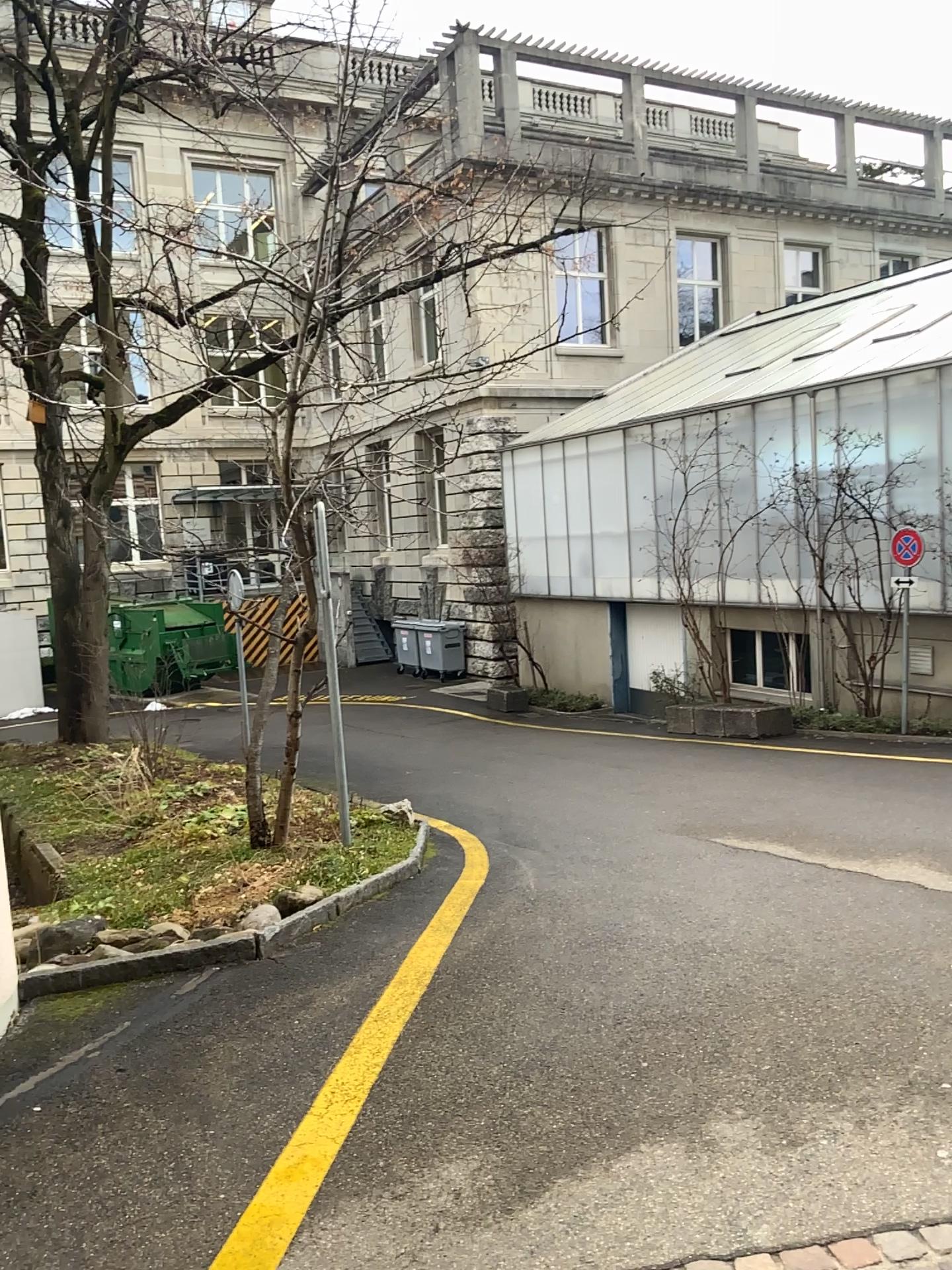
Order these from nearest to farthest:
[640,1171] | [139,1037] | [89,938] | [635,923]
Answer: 1. [640,1171]
2. [139,1037]
3. [89,938]
4. [635,923]
